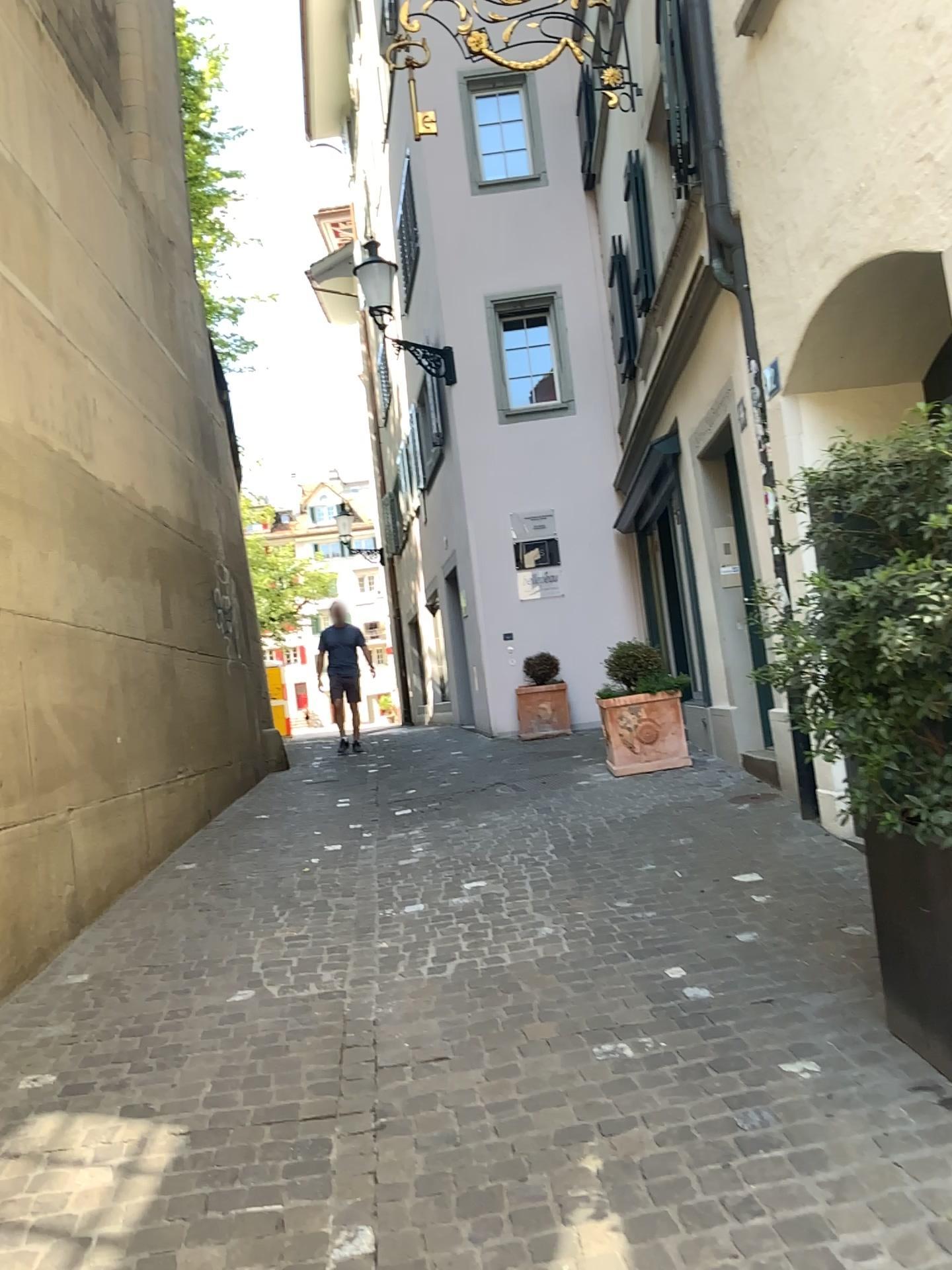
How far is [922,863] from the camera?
2.6m

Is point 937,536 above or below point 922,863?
above

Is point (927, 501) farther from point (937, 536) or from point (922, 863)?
point (922, 863)

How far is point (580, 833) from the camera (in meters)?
5.82

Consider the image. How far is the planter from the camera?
2.6m
